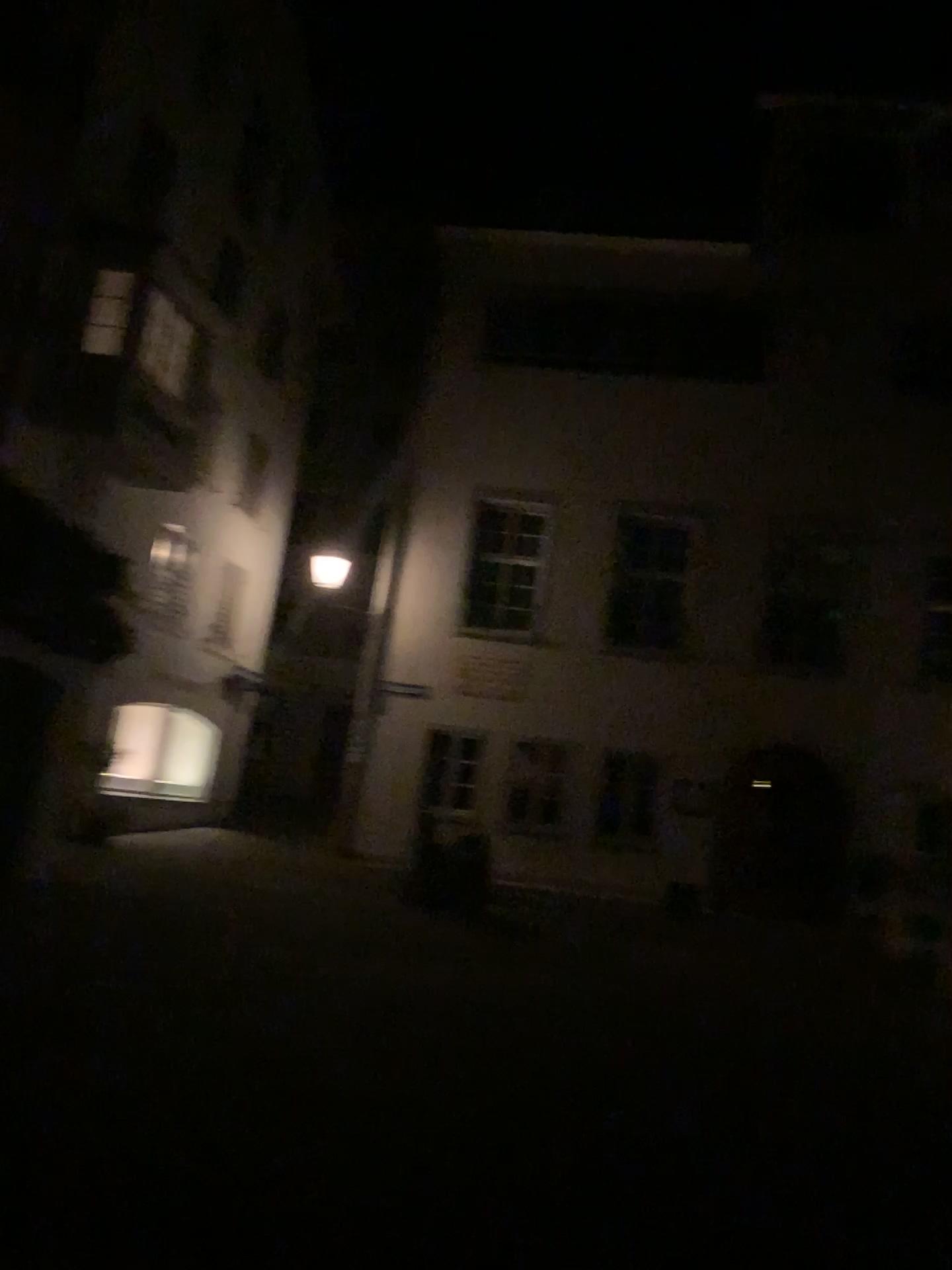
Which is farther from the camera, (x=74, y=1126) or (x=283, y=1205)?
(x=74, y=1126)
